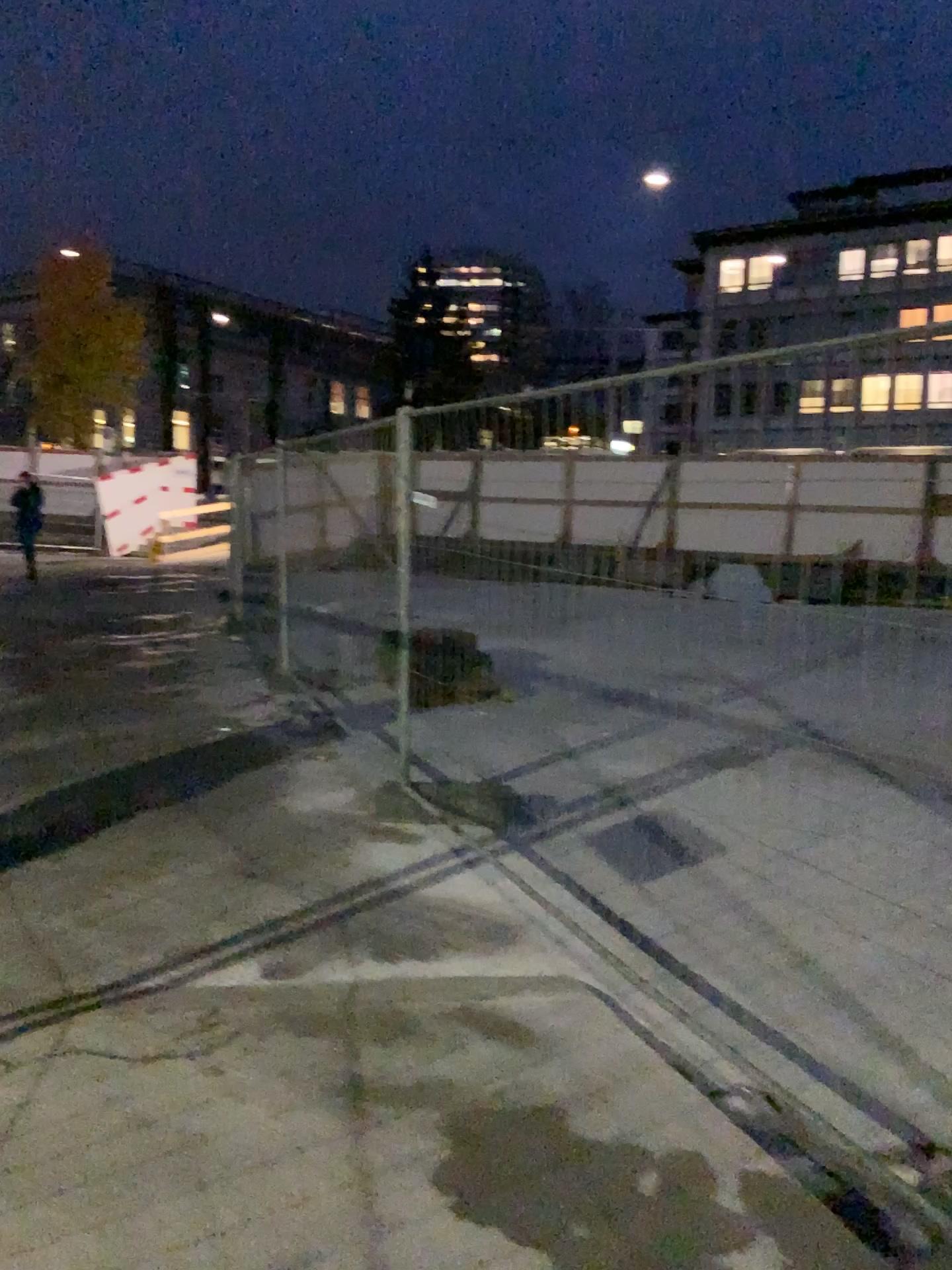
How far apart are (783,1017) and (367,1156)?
1.4m
